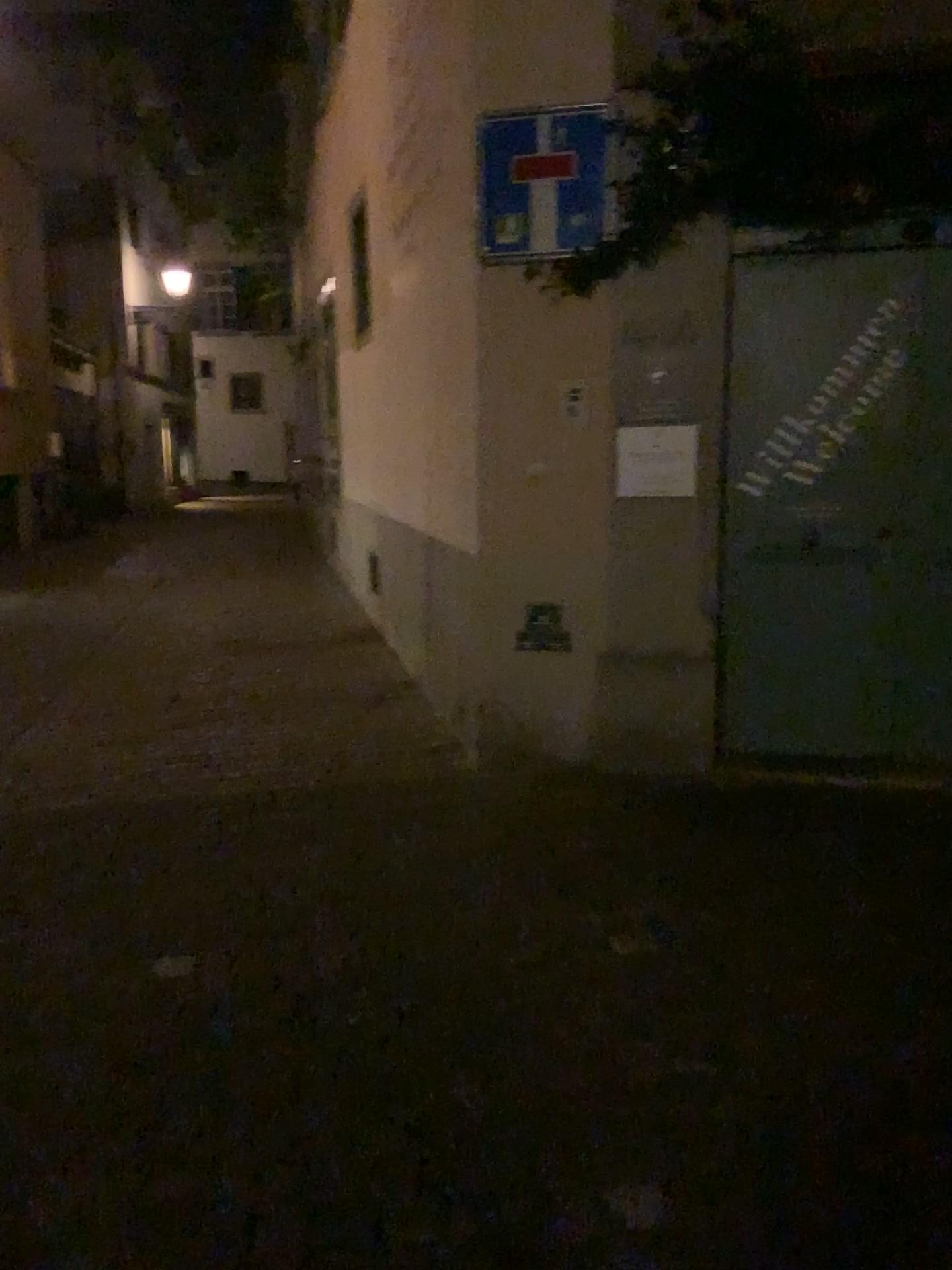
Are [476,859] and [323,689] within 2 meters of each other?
no

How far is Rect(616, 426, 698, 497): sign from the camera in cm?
414

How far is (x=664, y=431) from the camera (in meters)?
4.14
